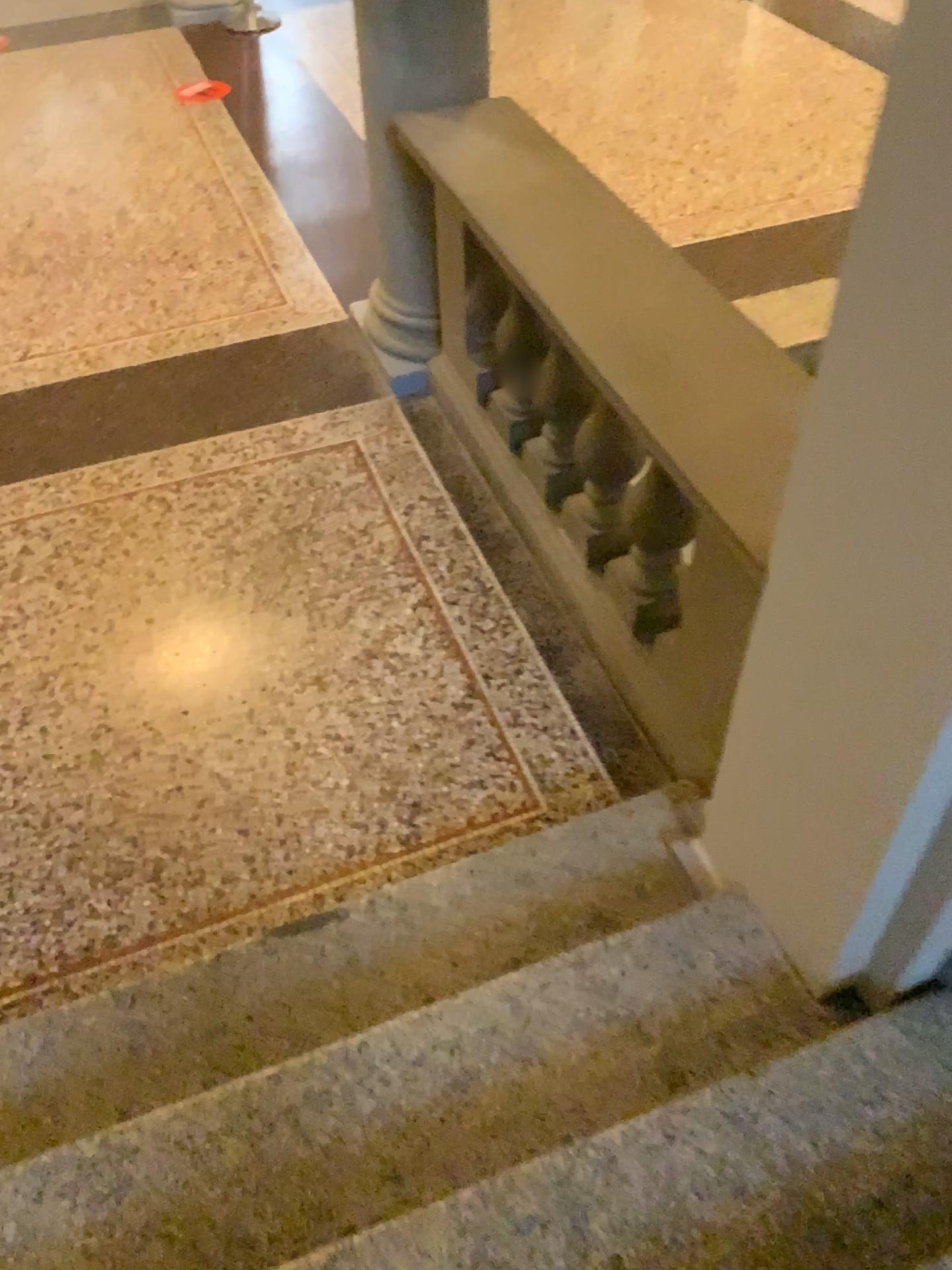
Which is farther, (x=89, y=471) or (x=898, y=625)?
(x=89, y=471)

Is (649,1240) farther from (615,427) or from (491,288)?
(491,288)

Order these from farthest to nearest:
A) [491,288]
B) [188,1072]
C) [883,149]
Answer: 1. [491,288]
2. [188,1072]
3. [883,149]

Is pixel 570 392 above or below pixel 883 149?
below

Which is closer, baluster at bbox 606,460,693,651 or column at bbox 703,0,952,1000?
column at bbox 703,0,952,1000

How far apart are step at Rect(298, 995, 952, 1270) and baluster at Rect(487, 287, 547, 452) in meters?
1.9 m

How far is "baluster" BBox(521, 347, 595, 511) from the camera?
2.8 meters

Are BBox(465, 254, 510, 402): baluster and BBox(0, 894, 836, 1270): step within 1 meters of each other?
no

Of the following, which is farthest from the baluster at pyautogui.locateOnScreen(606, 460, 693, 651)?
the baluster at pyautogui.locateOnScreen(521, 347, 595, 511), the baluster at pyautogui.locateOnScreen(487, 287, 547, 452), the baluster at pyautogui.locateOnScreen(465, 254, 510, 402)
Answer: the baluster at pyautogui.locateOnScreen(465, 254, 510, 402)

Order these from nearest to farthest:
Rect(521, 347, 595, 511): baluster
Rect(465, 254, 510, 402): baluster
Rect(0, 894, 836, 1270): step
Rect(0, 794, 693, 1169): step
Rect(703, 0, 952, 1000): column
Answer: Rect(703, 0, 952, 1000): column, Rect(0, 894, 836, 1270): step, Rect(0, 794, 693, 1169): step, Rect(521, 347, 595, 511): baluster, Rect(465, 254, 510, 402): baluster
